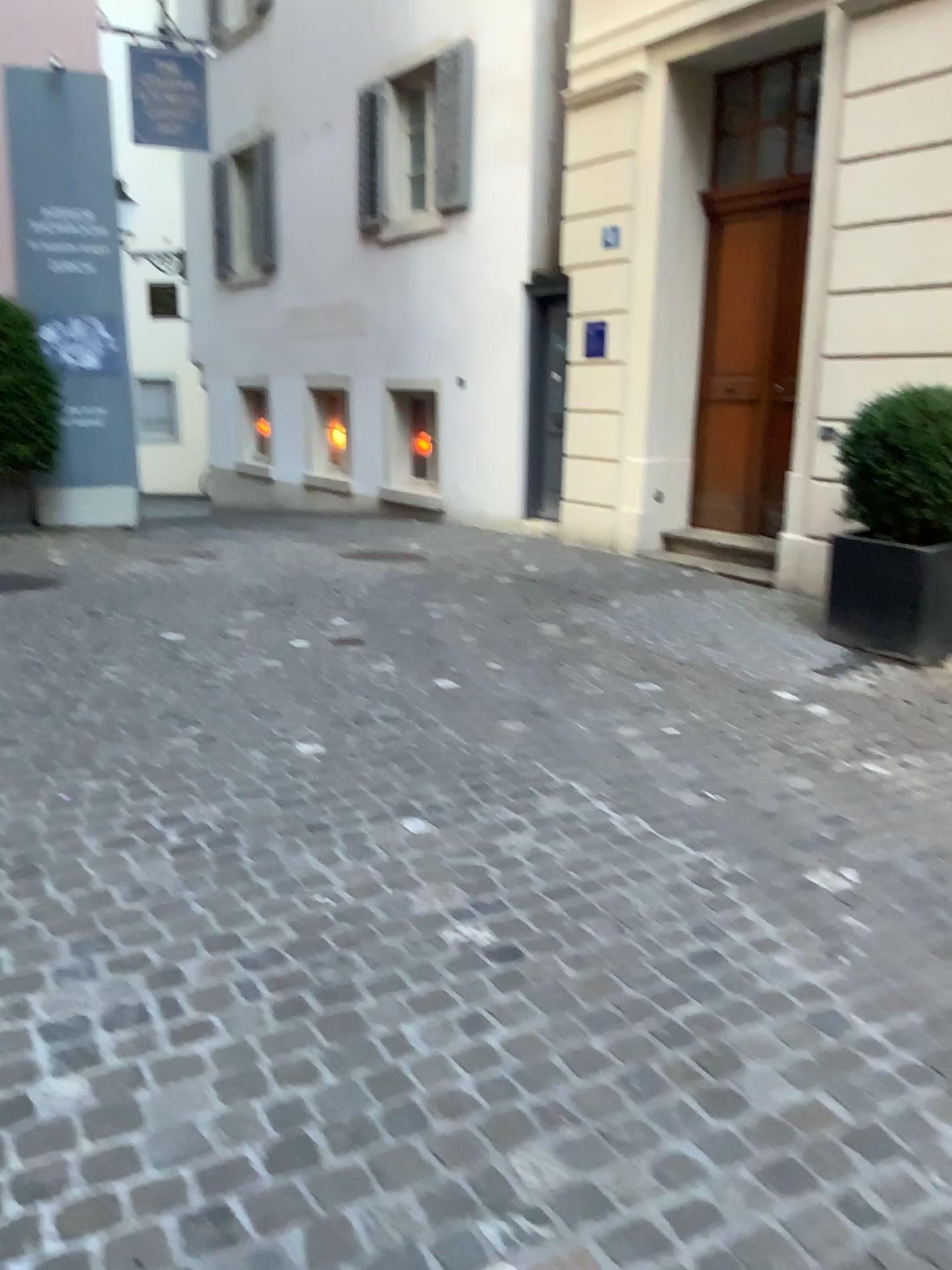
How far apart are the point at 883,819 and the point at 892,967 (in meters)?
1.04
